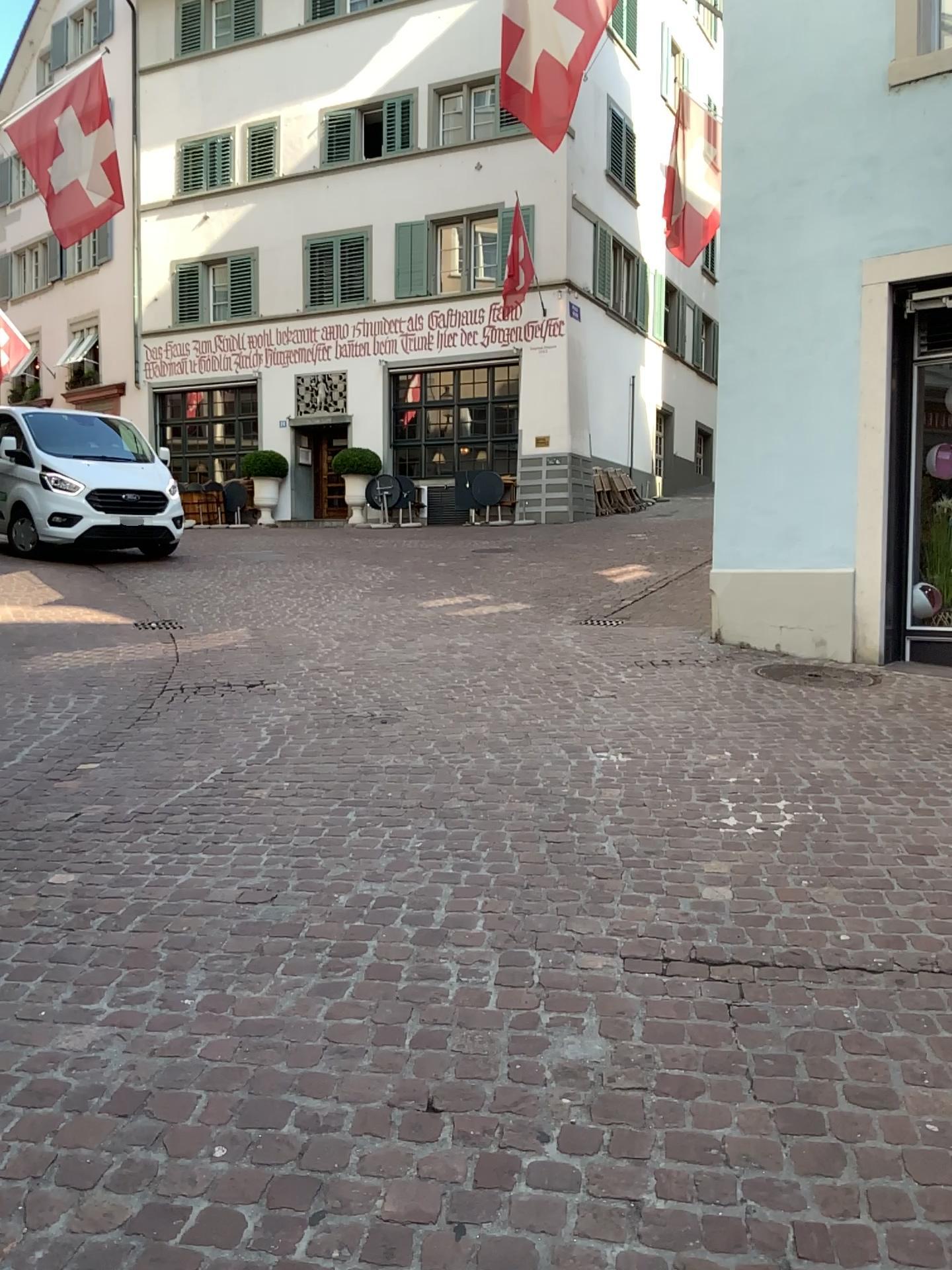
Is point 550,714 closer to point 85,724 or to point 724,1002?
point 85,724
